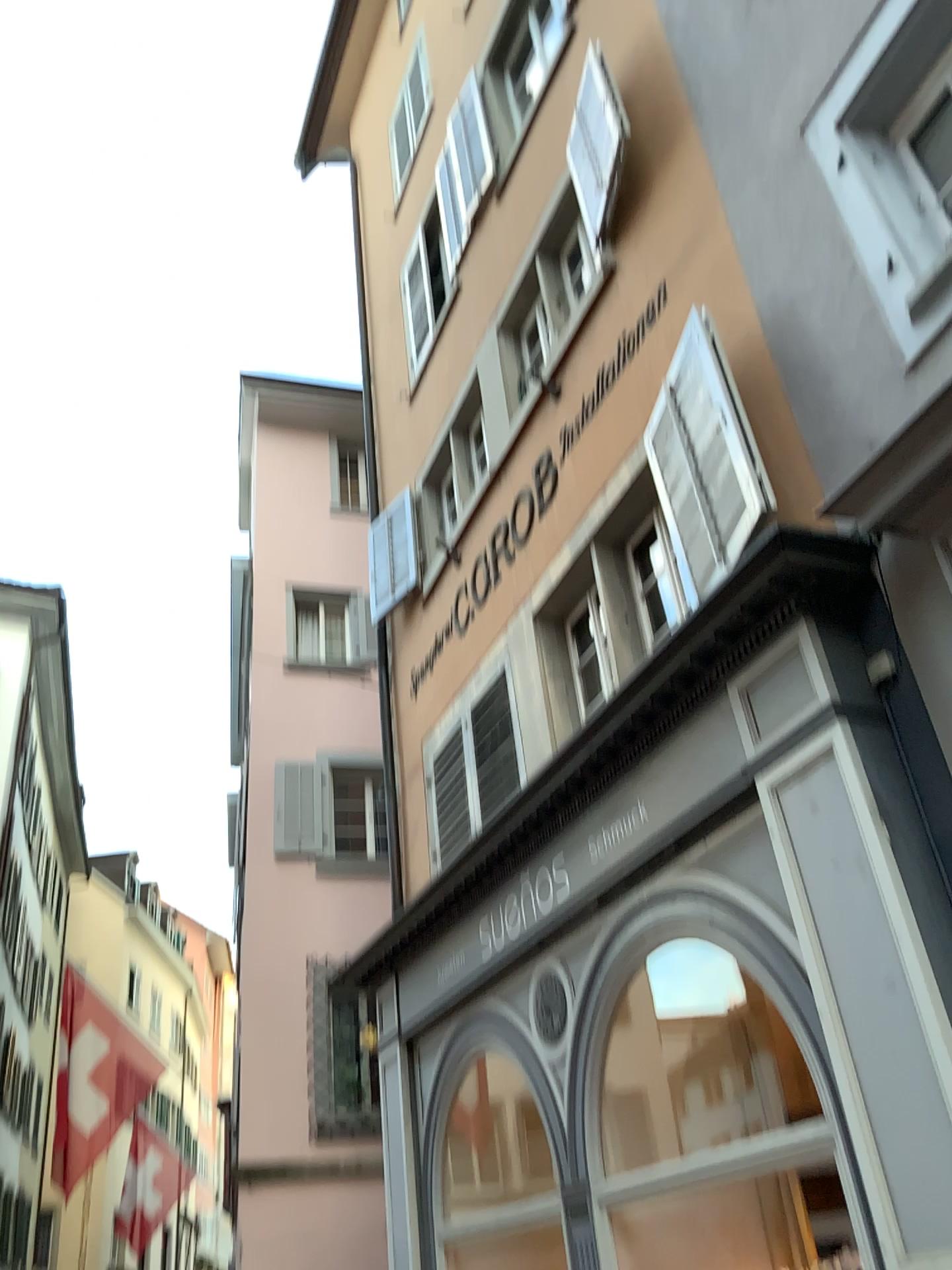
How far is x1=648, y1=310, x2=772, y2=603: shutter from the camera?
4.50m

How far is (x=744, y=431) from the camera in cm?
450

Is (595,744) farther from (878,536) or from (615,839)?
(878,536)
